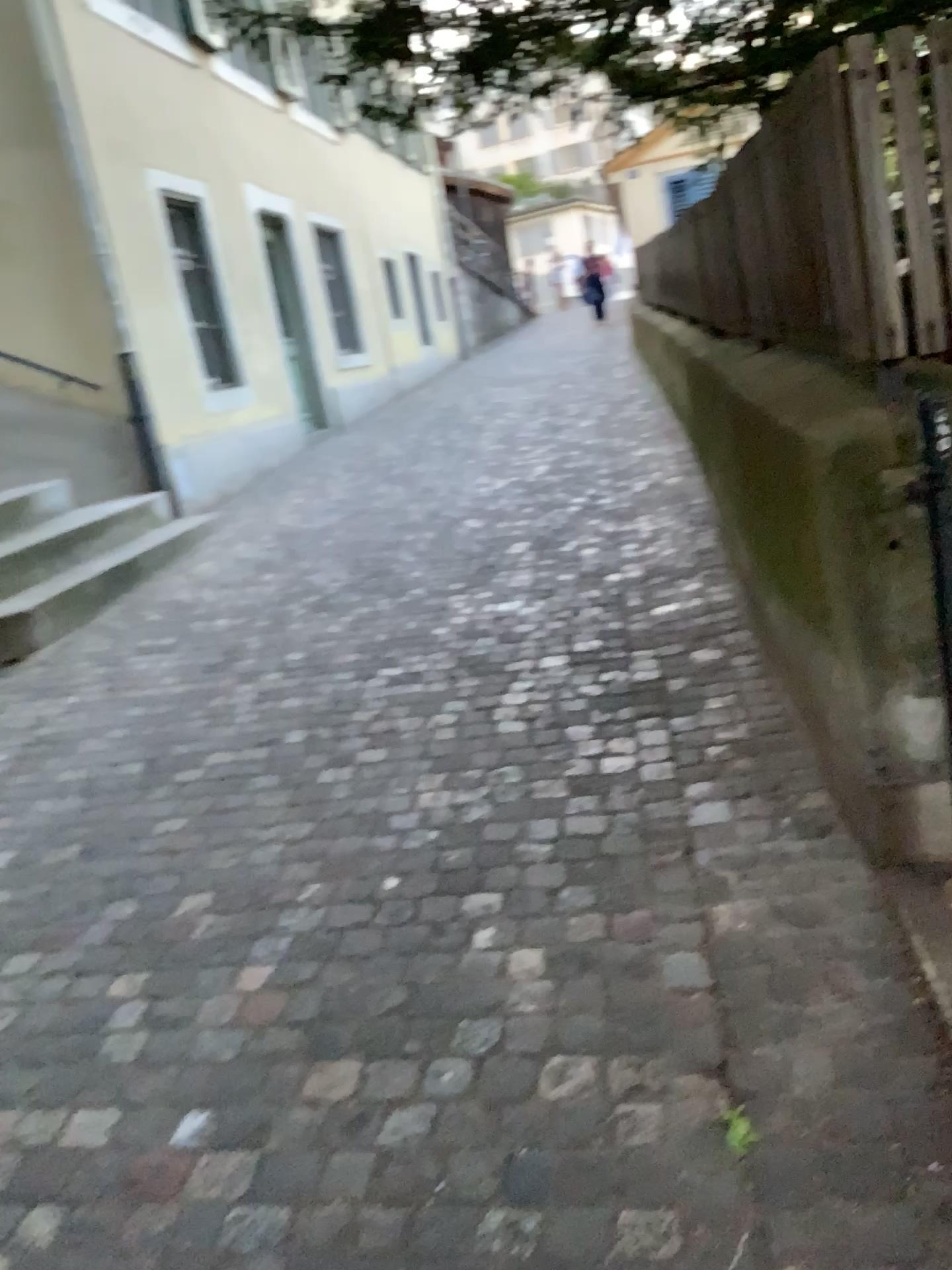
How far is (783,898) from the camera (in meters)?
2.19
